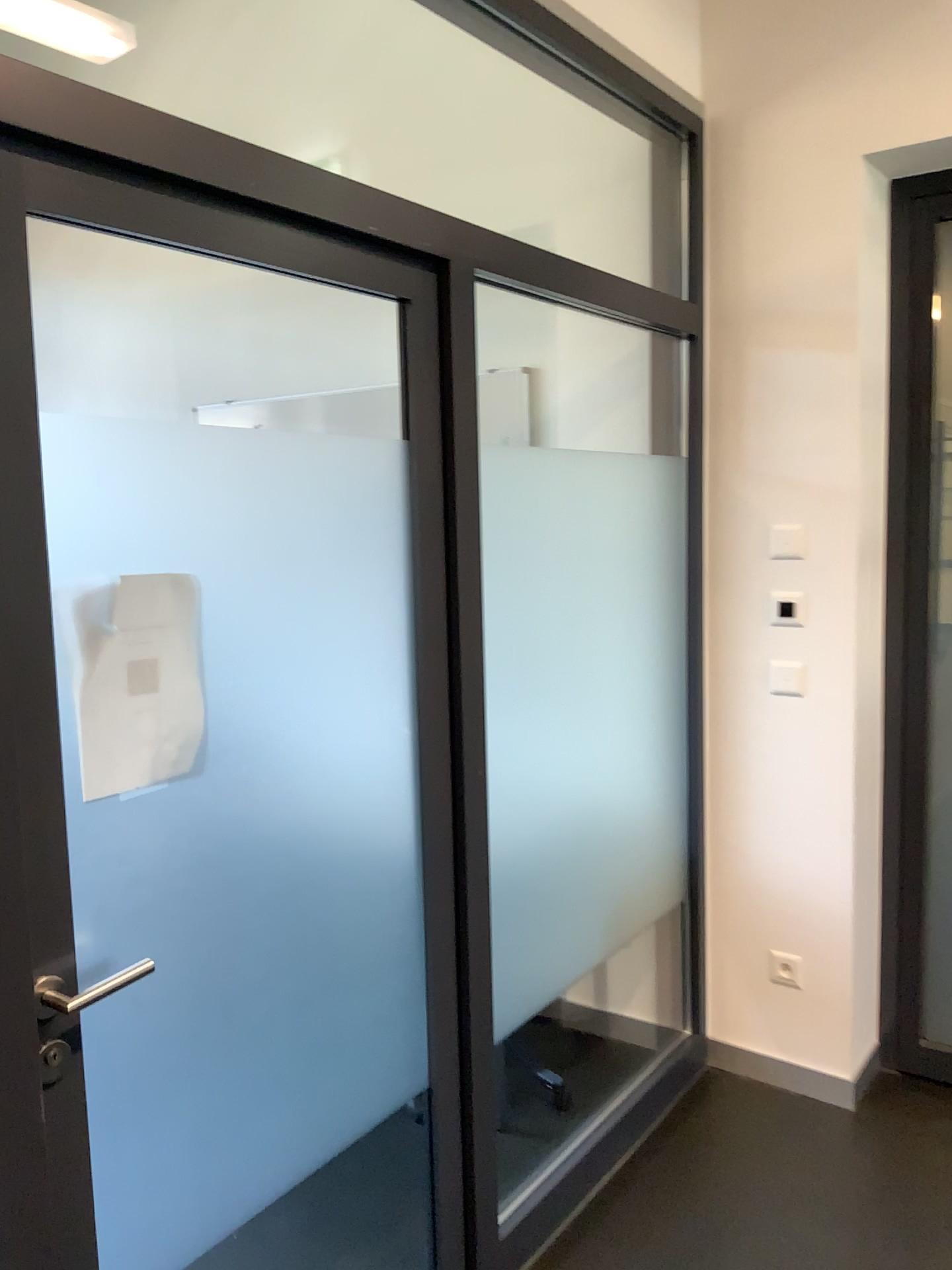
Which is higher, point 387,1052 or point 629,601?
point 629,601

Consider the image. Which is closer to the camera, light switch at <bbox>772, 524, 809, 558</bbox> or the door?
the door

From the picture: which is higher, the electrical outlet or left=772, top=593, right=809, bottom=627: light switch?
left=772, top=593, right=809, bottom=627: light switch

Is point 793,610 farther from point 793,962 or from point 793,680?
point 793,962

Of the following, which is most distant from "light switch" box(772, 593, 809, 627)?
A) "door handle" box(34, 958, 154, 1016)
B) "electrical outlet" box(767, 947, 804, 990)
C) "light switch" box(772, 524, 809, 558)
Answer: "door handle" box(34, 958, 154, 1016)

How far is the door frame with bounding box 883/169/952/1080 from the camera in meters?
2.8 m

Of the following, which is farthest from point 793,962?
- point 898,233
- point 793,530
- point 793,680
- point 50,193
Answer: point 50,193

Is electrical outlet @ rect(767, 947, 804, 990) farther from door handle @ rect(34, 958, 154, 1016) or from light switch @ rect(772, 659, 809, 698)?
door handle @ rect(34, 958, 154, 1016)

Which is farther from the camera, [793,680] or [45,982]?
[793,680]

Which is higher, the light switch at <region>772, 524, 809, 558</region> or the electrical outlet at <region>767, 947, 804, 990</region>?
the light switch at <region>772, 524, 809, 558</region>
